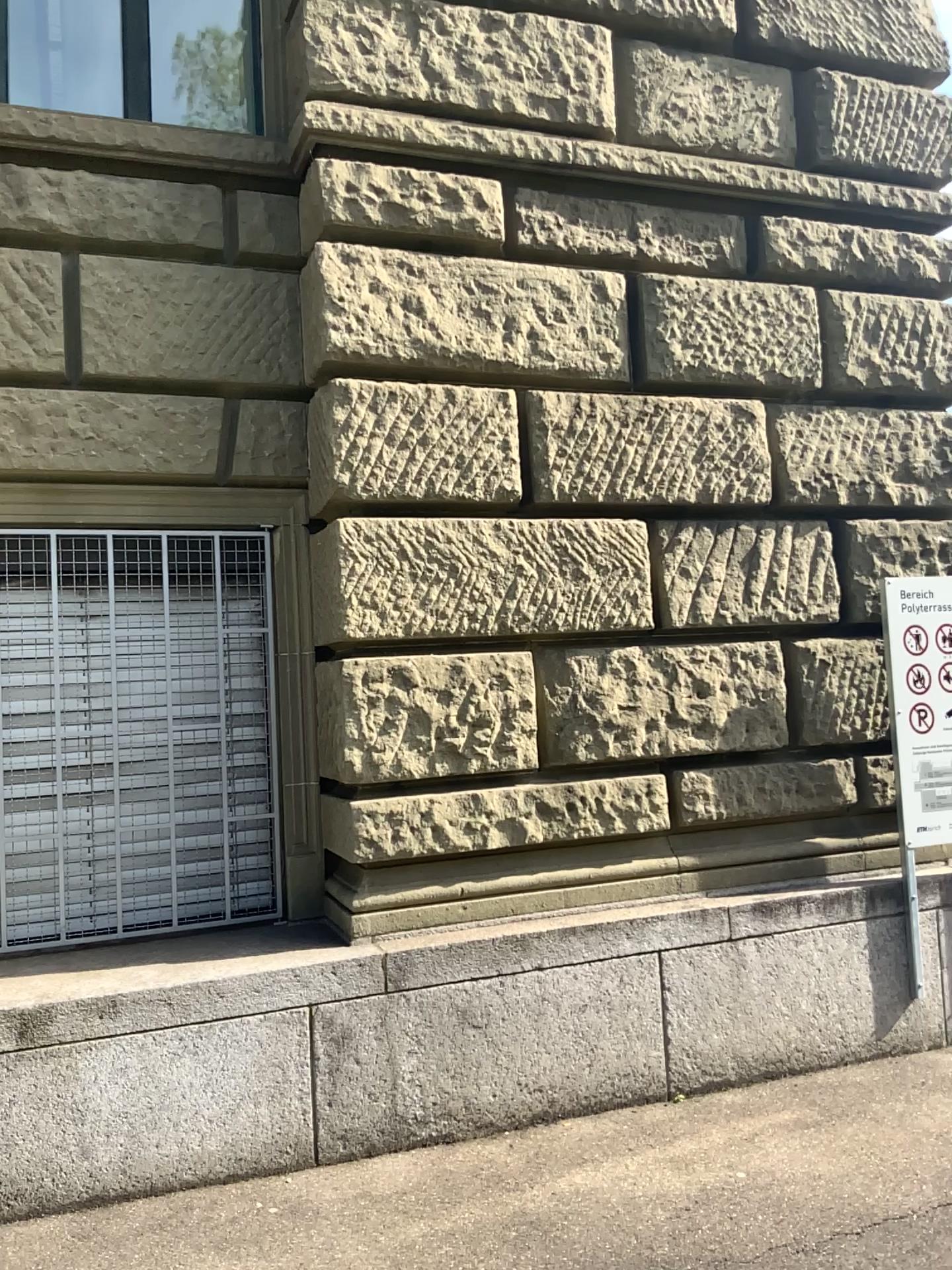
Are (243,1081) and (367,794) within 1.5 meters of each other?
yes

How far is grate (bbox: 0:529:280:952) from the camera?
3.88m

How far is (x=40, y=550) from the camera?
3.9 meters
